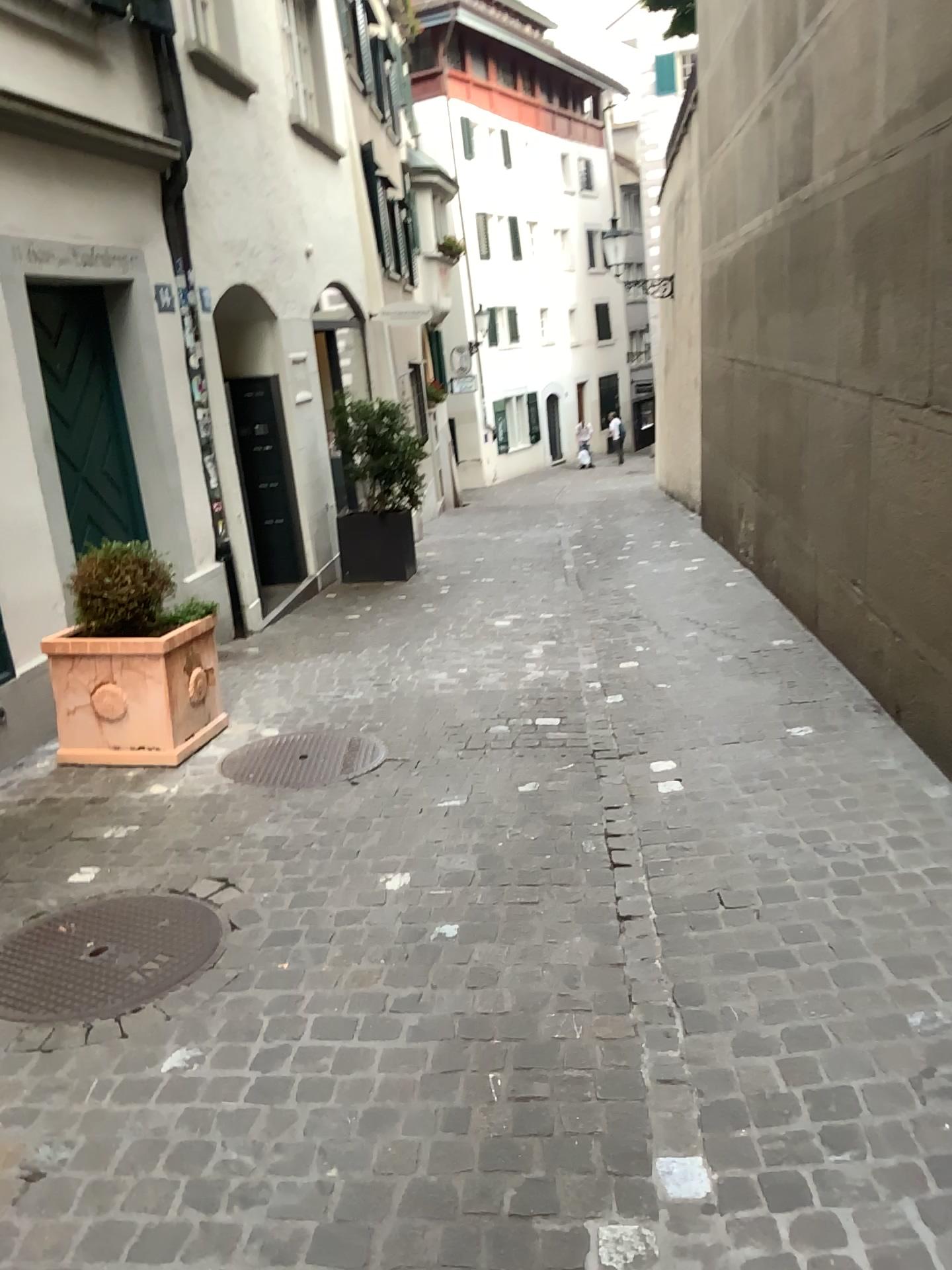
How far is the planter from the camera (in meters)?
4.43

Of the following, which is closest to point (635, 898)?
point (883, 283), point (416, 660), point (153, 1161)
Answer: point (153, 1161)

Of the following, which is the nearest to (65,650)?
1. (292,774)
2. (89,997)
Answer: (292,774)

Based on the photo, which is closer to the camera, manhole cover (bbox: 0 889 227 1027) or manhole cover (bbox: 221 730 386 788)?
manhole cover (bbox: 0 889 227 1027)

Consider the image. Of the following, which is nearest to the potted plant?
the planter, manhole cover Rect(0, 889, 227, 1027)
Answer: the planter

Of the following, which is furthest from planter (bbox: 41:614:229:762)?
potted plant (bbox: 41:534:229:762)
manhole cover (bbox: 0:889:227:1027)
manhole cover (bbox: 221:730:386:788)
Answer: manhole cover (bbox: 0:889:227:1027)

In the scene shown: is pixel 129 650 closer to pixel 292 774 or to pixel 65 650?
pixel 65 650

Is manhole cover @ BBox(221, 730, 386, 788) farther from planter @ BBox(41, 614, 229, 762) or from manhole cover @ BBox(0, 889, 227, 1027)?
manhole cover @ BBox(0, 889, 227, 1027)

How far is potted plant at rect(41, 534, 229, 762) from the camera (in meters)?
4.44

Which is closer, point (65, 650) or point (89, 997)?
point (89, 997)
